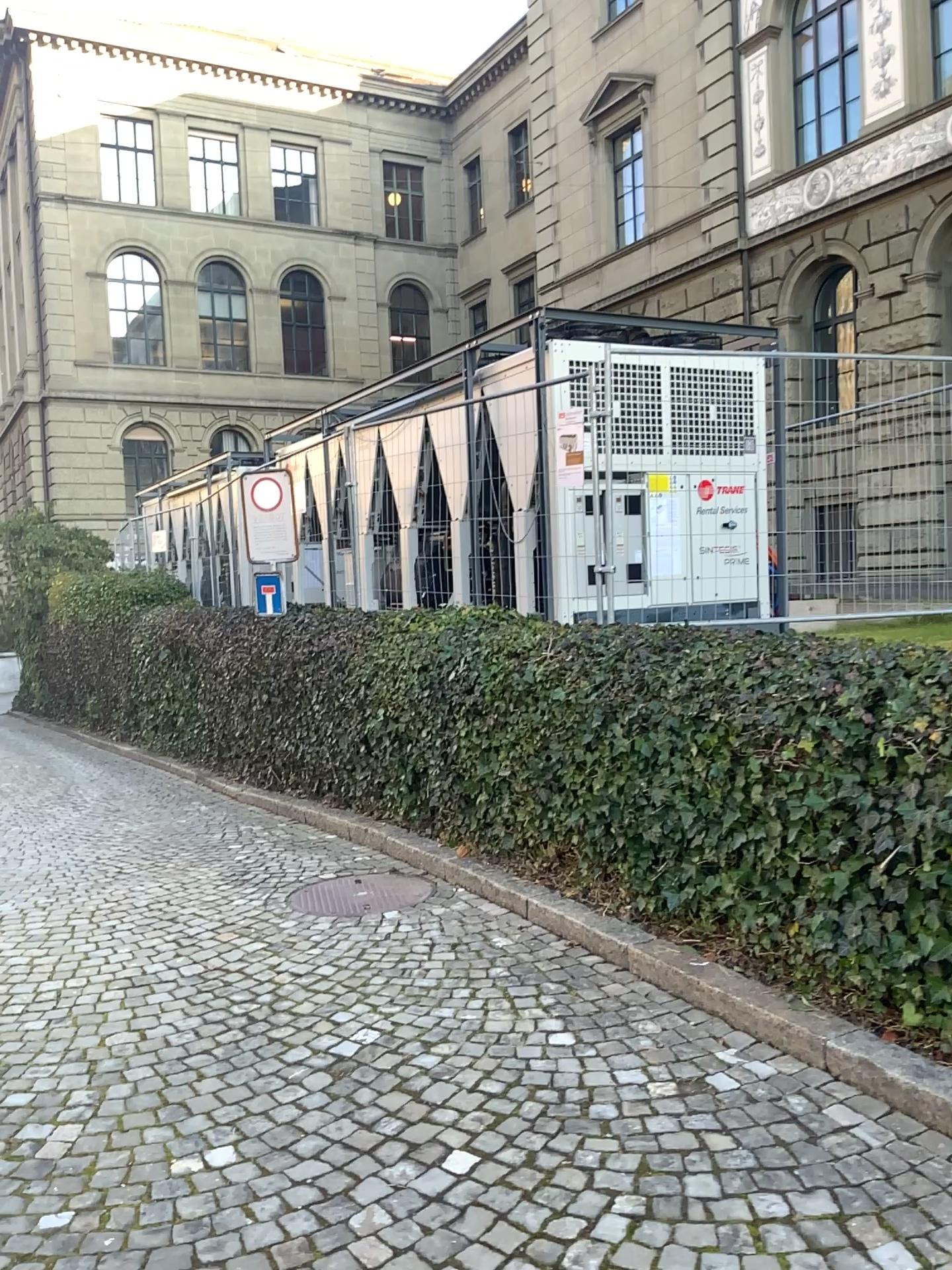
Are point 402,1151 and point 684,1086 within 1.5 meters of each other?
yes
